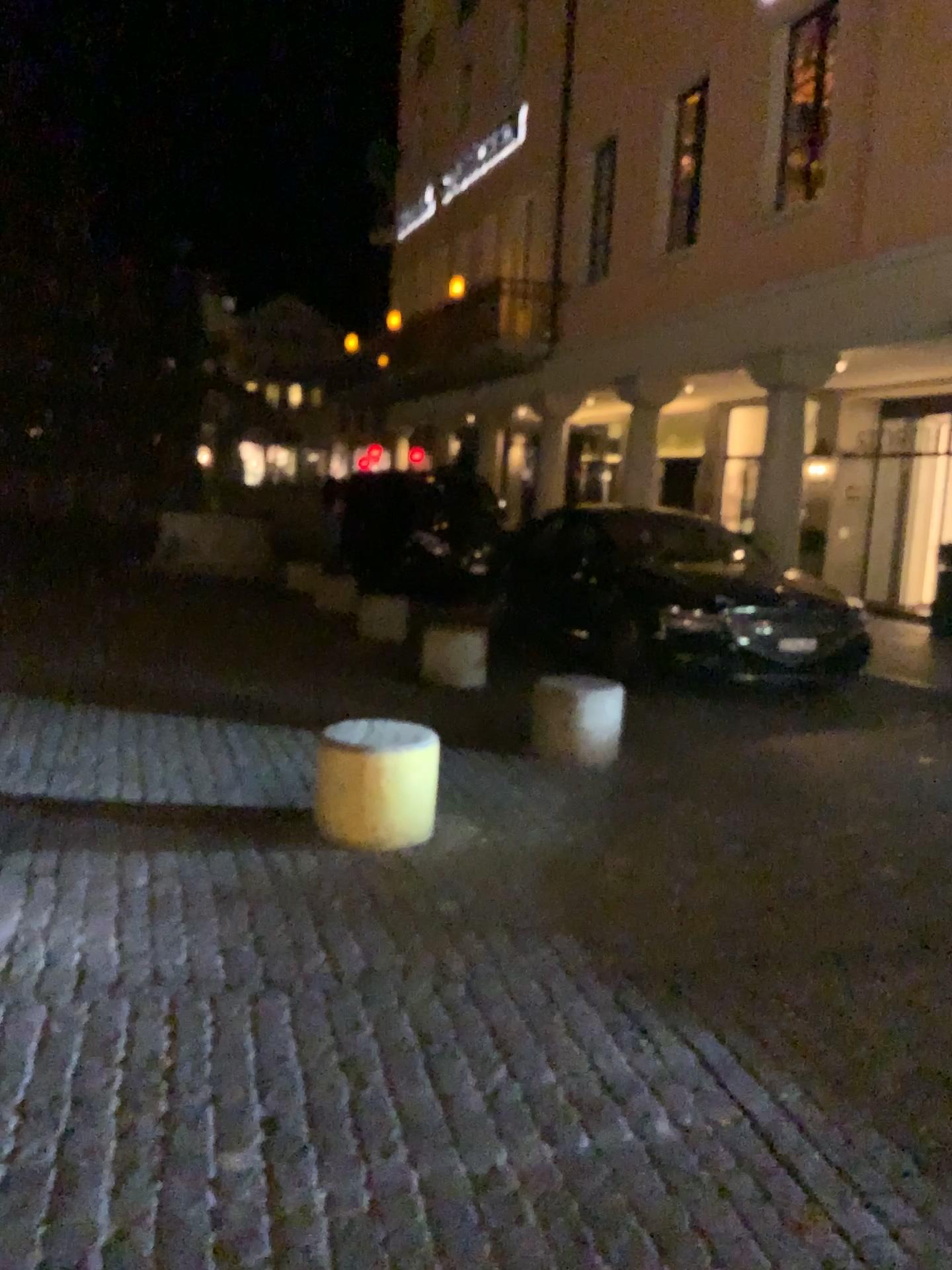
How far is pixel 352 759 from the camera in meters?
4.2

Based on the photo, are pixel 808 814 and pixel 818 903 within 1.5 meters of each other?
yes

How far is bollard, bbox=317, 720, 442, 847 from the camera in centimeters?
421cm
